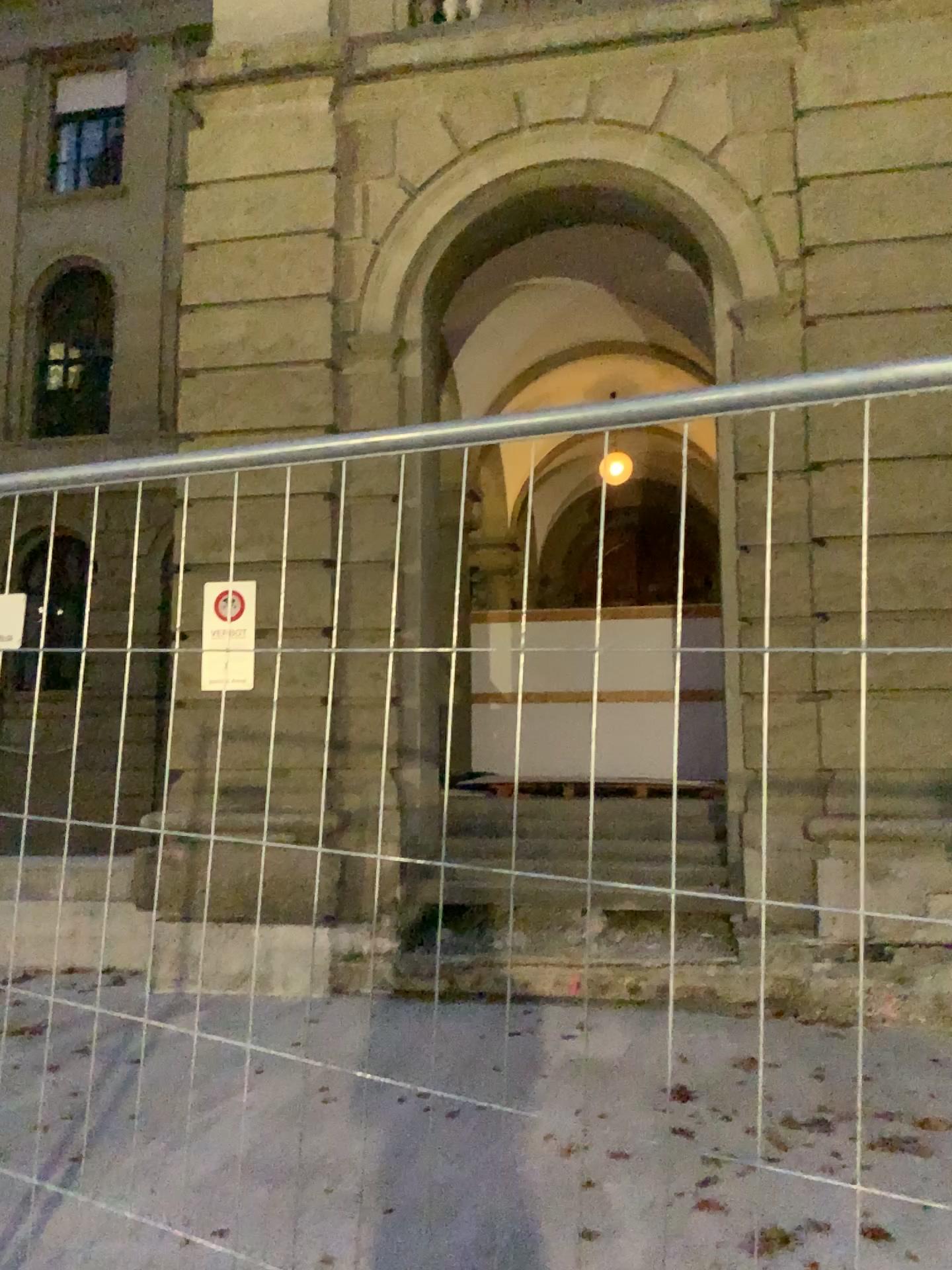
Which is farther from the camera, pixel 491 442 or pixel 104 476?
pixel 104 476
